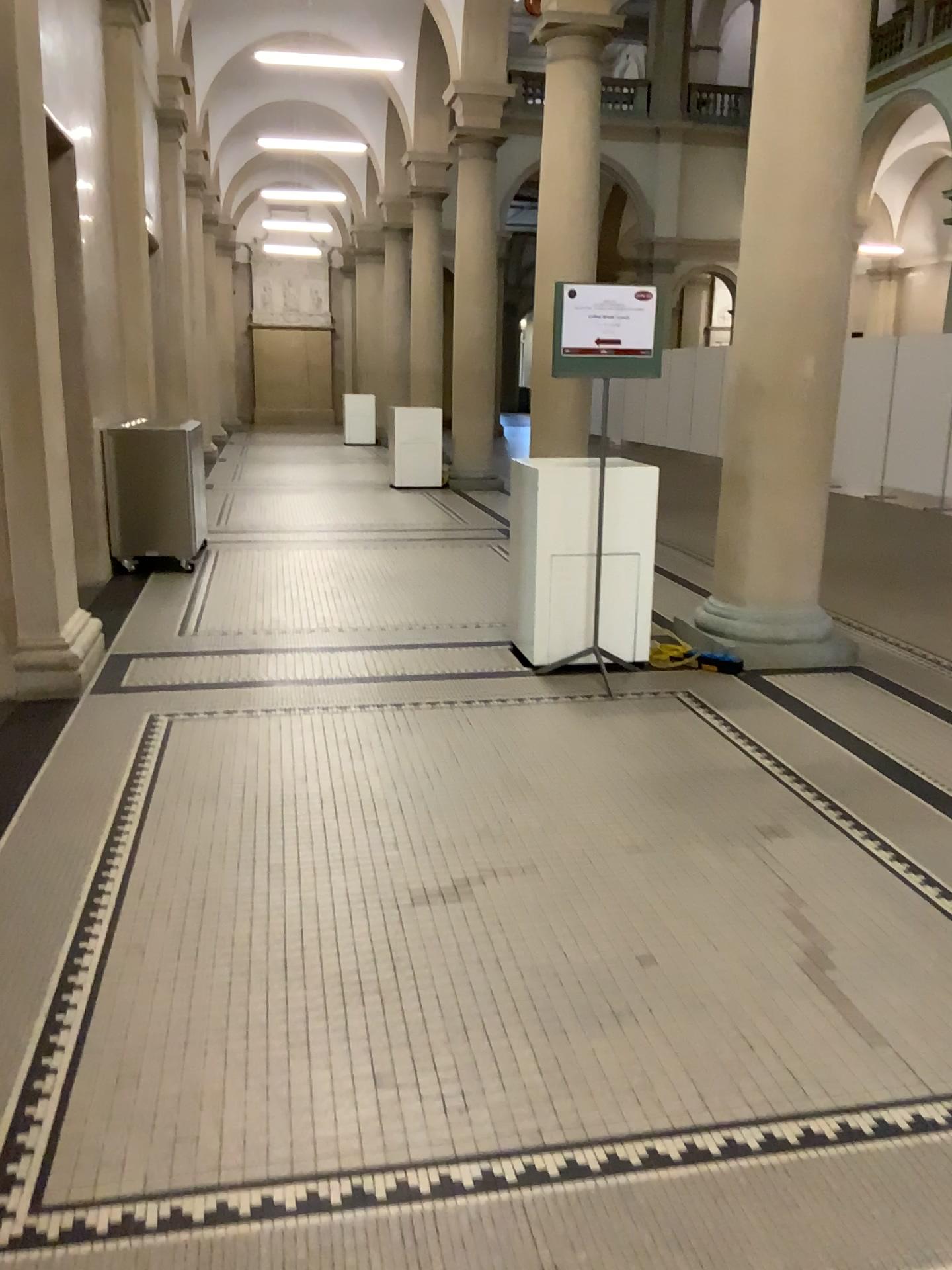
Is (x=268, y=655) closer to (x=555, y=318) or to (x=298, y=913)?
(x=555, y=318)
